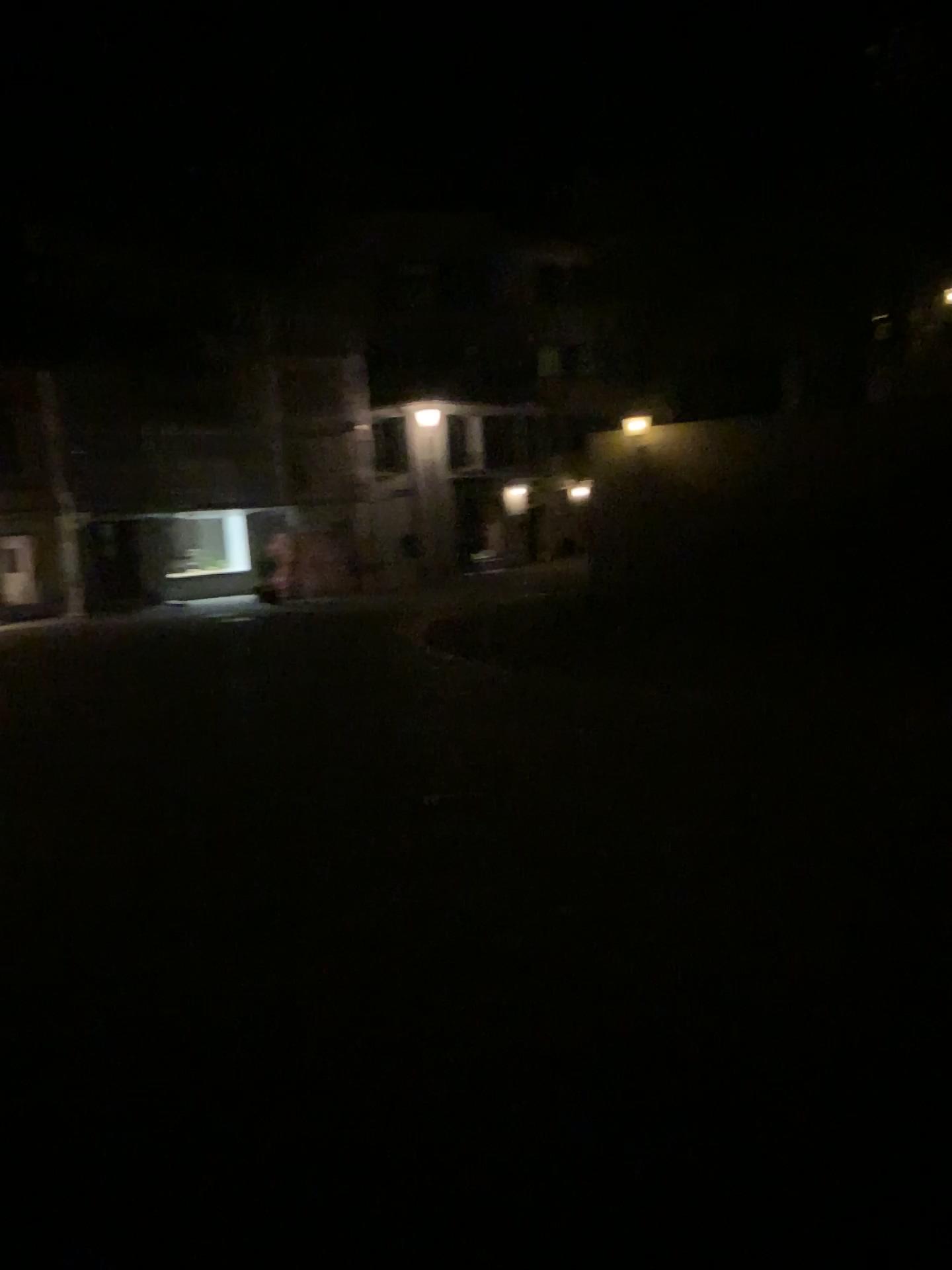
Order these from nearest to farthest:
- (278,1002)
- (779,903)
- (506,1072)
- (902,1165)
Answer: (902,1165) → (506,1072) → (278,1002) → (779,903)
